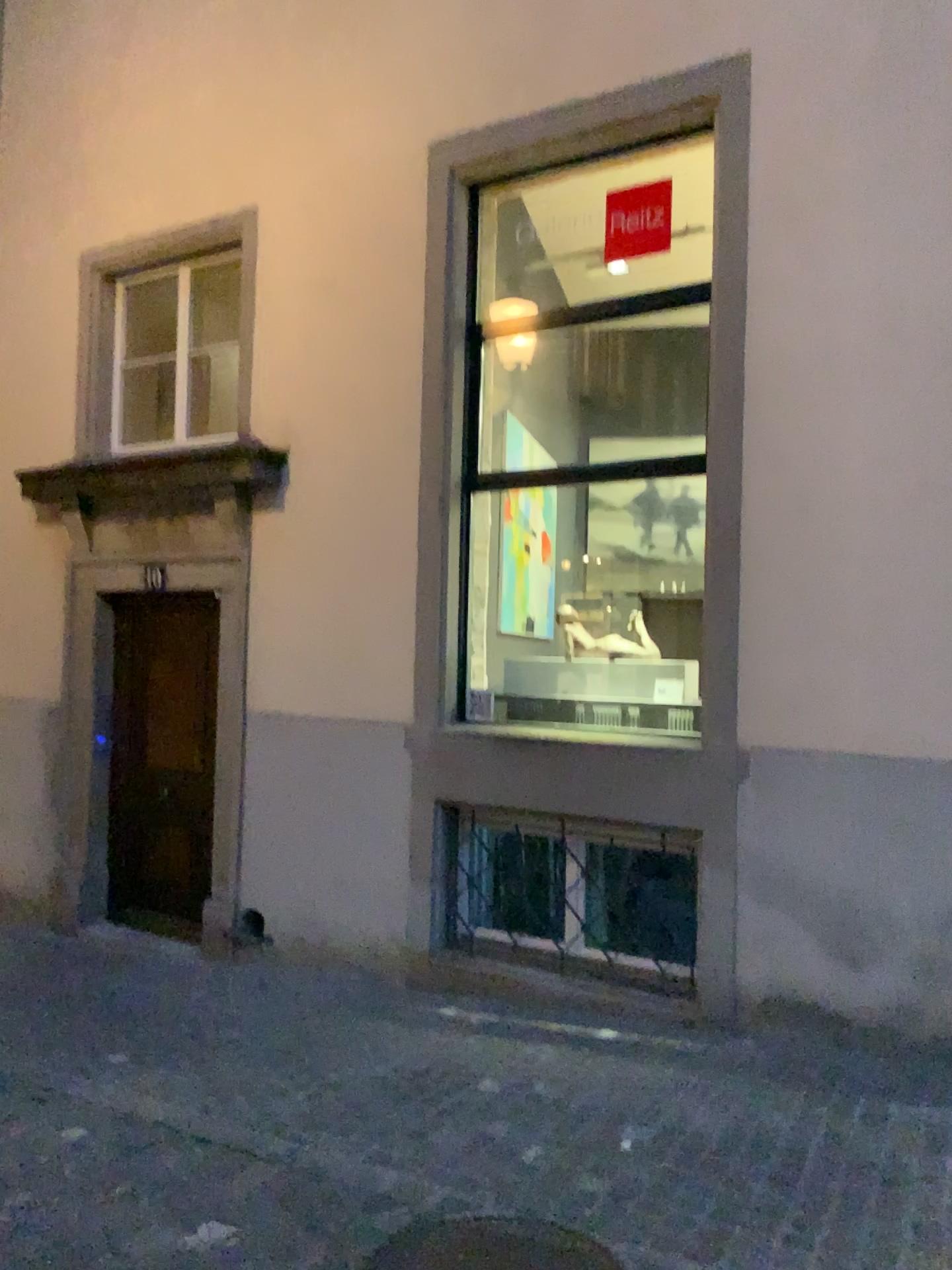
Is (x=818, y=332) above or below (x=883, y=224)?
below

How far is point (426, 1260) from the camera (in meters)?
2.83

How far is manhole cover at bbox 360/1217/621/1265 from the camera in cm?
283
